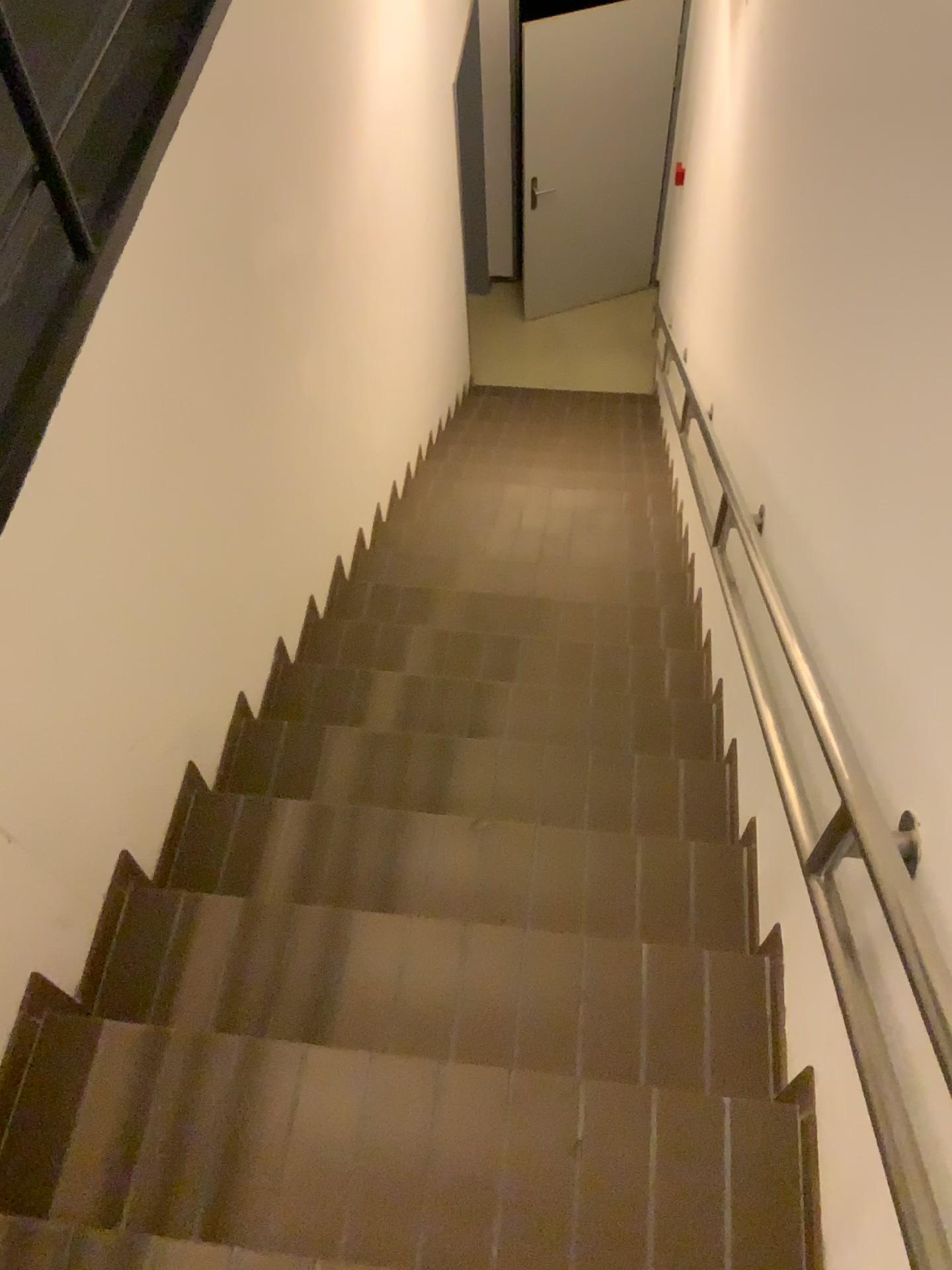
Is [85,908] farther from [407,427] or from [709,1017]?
[407,427]

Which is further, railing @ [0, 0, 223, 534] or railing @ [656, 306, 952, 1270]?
railing @ [0, 0, 223, 534]

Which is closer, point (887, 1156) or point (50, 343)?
point (887, 1156)
